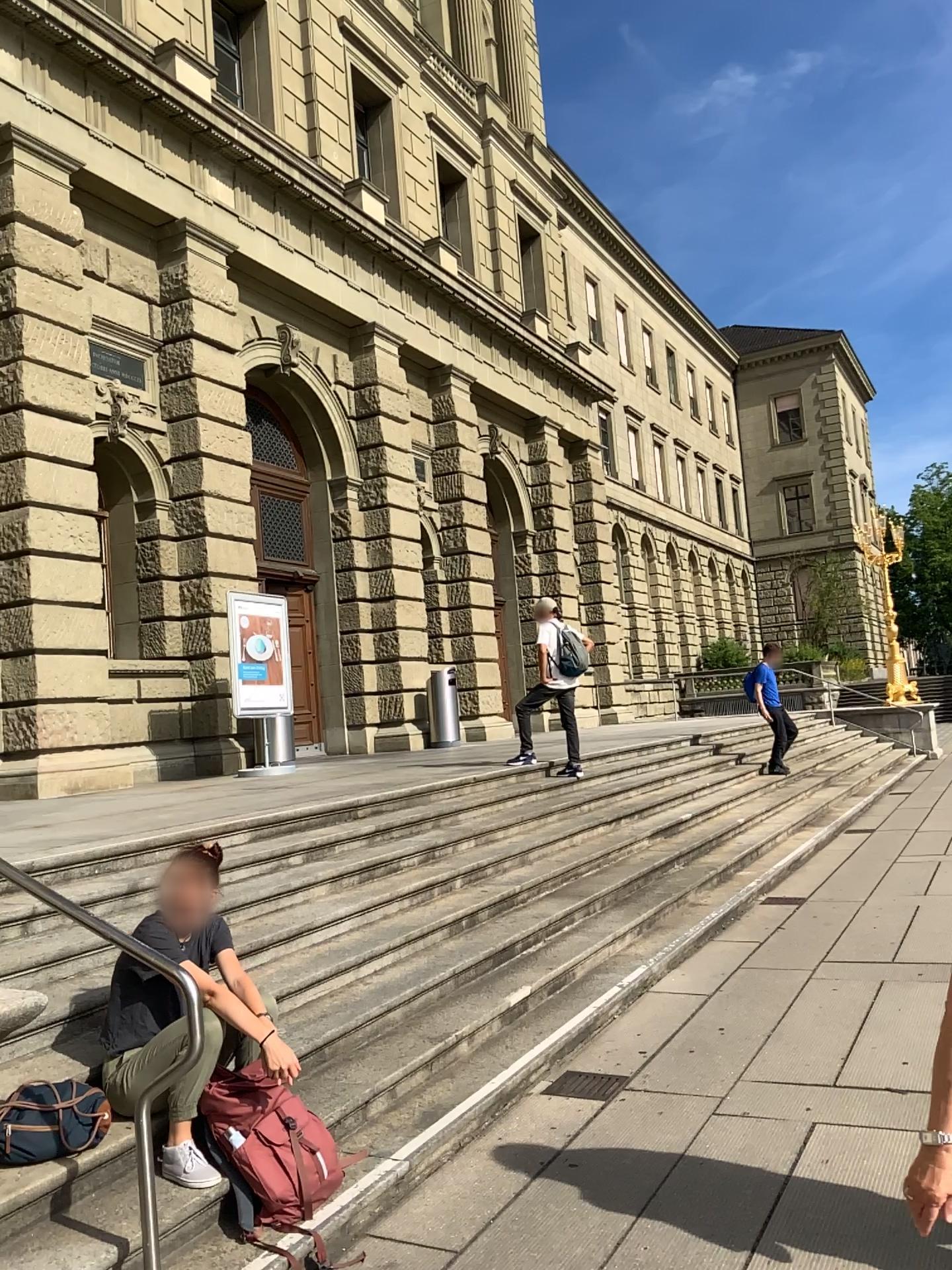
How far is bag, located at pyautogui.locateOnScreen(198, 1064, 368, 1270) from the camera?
3.2m

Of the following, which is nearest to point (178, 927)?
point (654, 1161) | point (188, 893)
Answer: point (188, 893)

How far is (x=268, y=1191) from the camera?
3.19m
